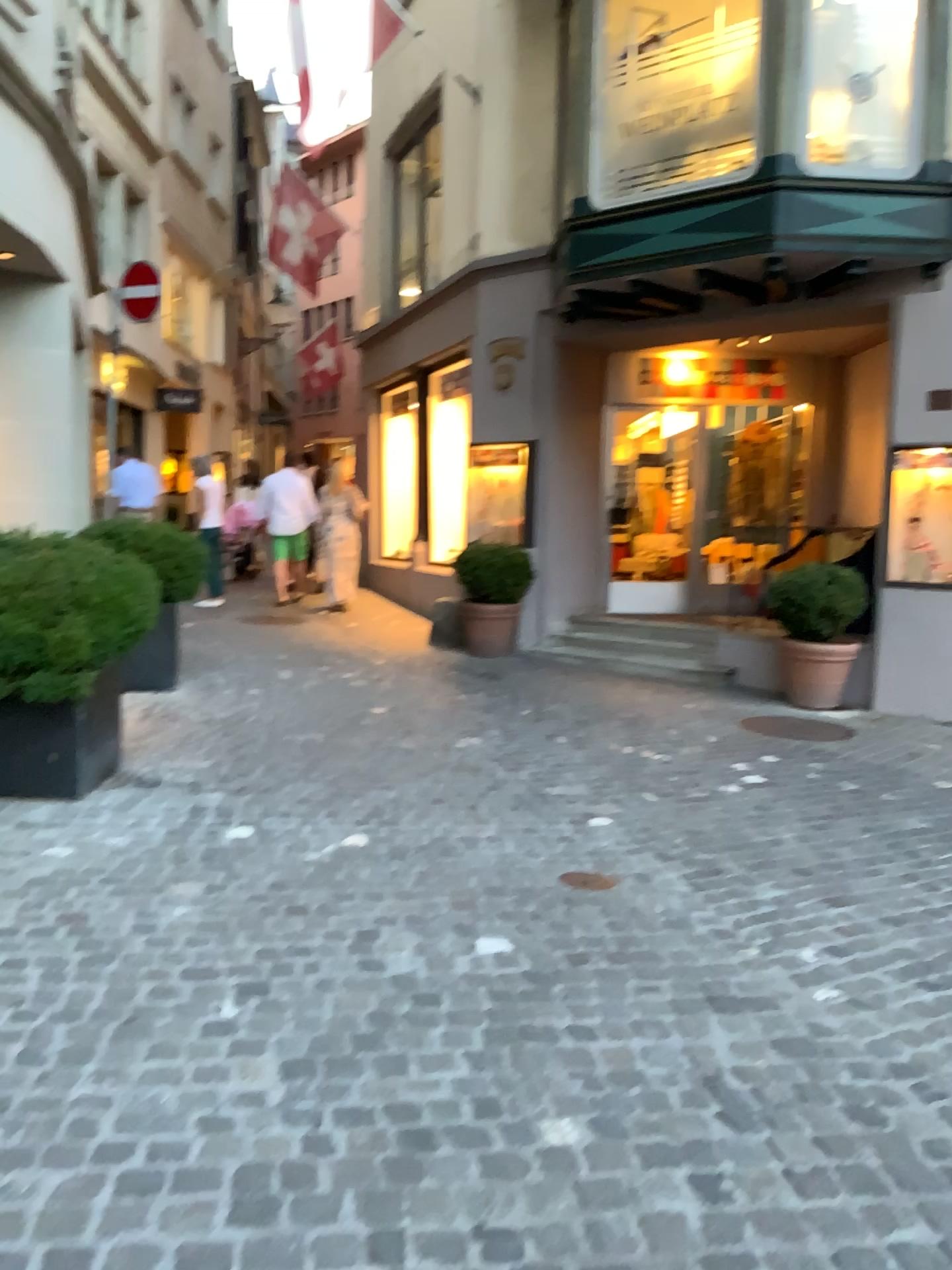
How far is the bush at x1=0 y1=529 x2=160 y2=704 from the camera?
4.4 meters

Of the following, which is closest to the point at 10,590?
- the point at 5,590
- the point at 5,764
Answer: the point at 5,590

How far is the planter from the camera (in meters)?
4.52

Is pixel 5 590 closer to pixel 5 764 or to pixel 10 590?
pixel 10 590

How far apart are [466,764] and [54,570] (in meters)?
2.17

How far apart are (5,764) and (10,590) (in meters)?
0.75

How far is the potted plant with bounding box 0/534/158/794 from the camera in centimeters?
439cm
